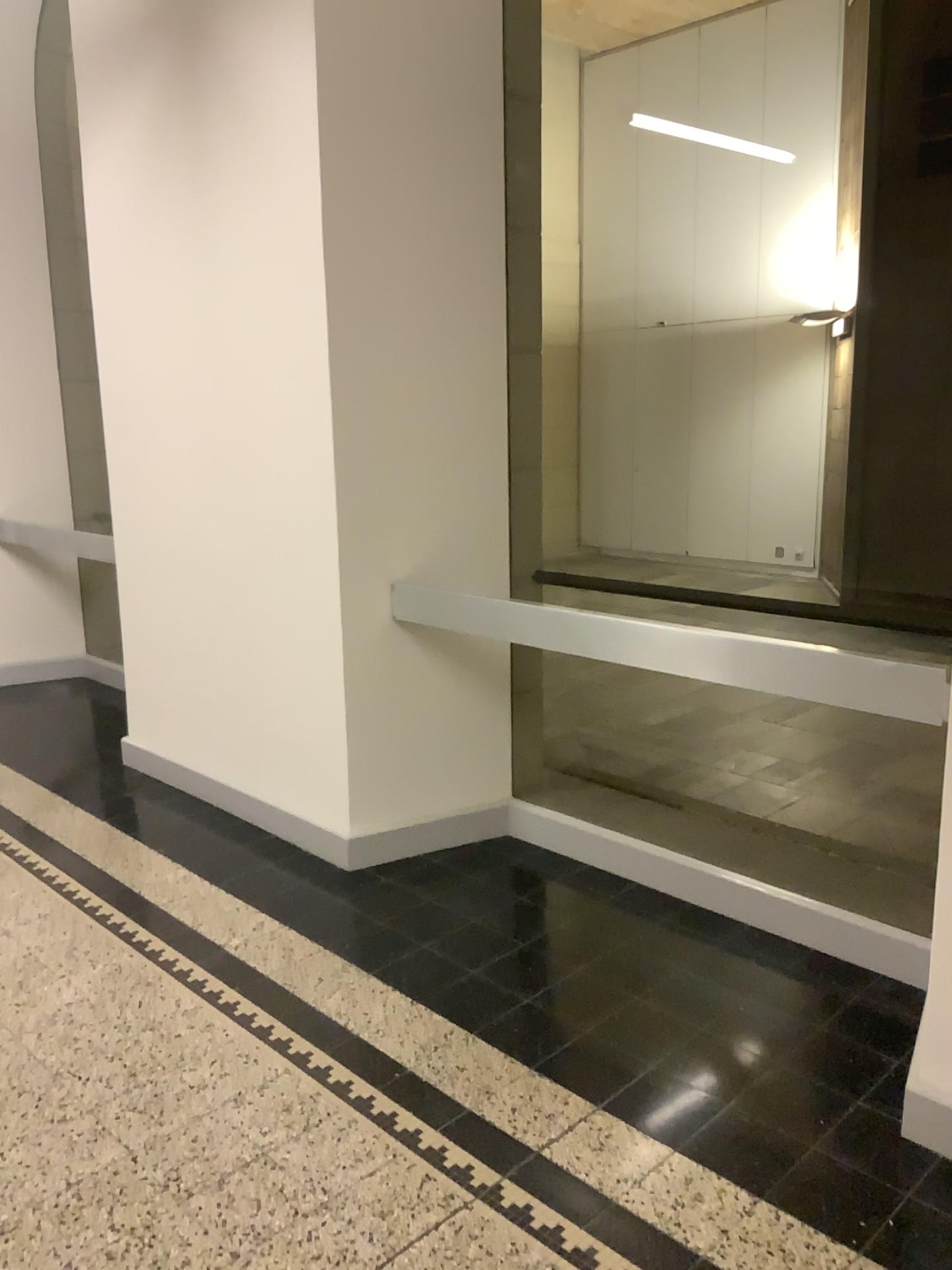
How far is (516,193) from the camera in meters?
3.4 m
